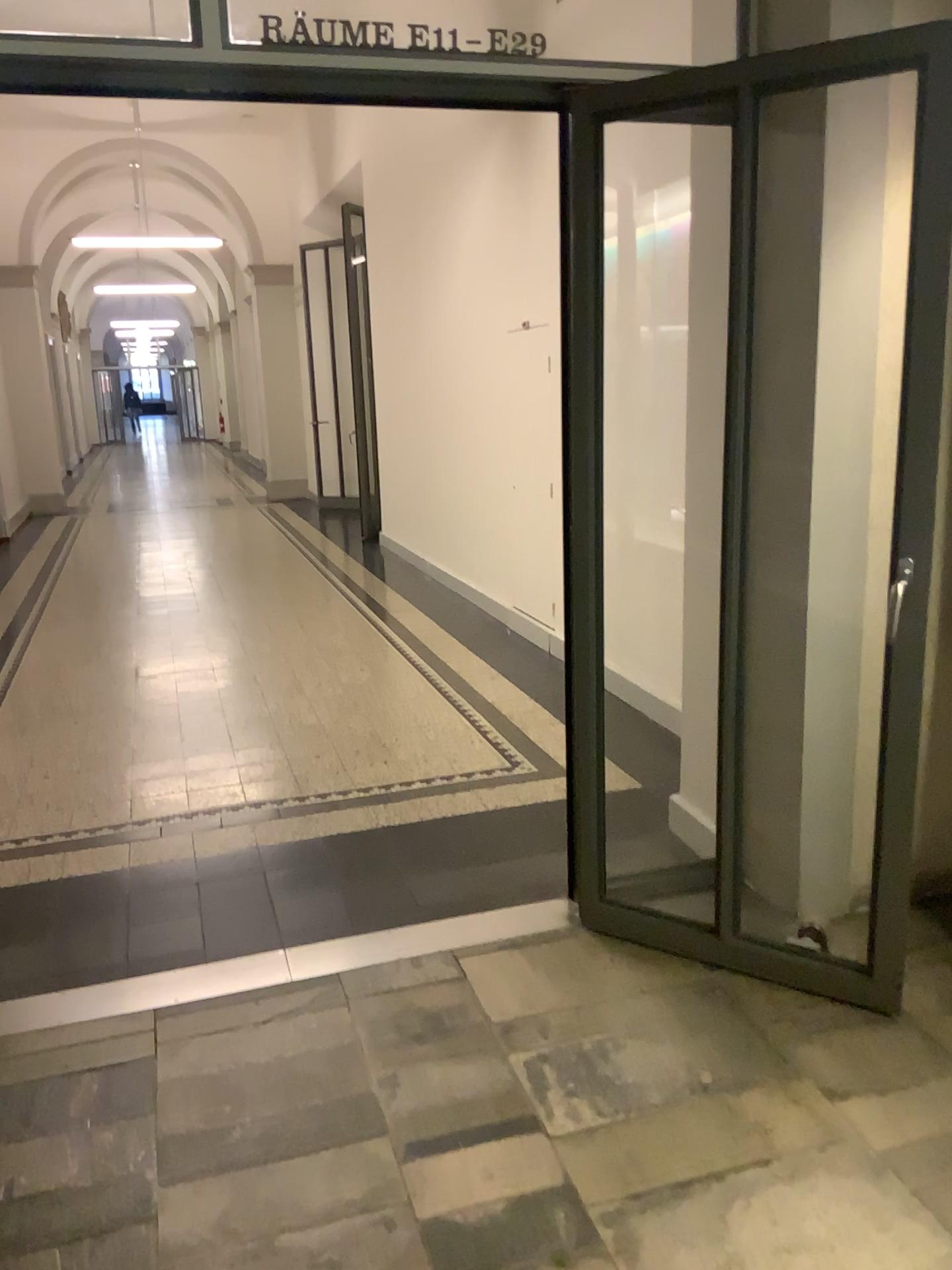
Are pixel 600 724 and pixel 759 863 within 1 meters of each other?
yes
